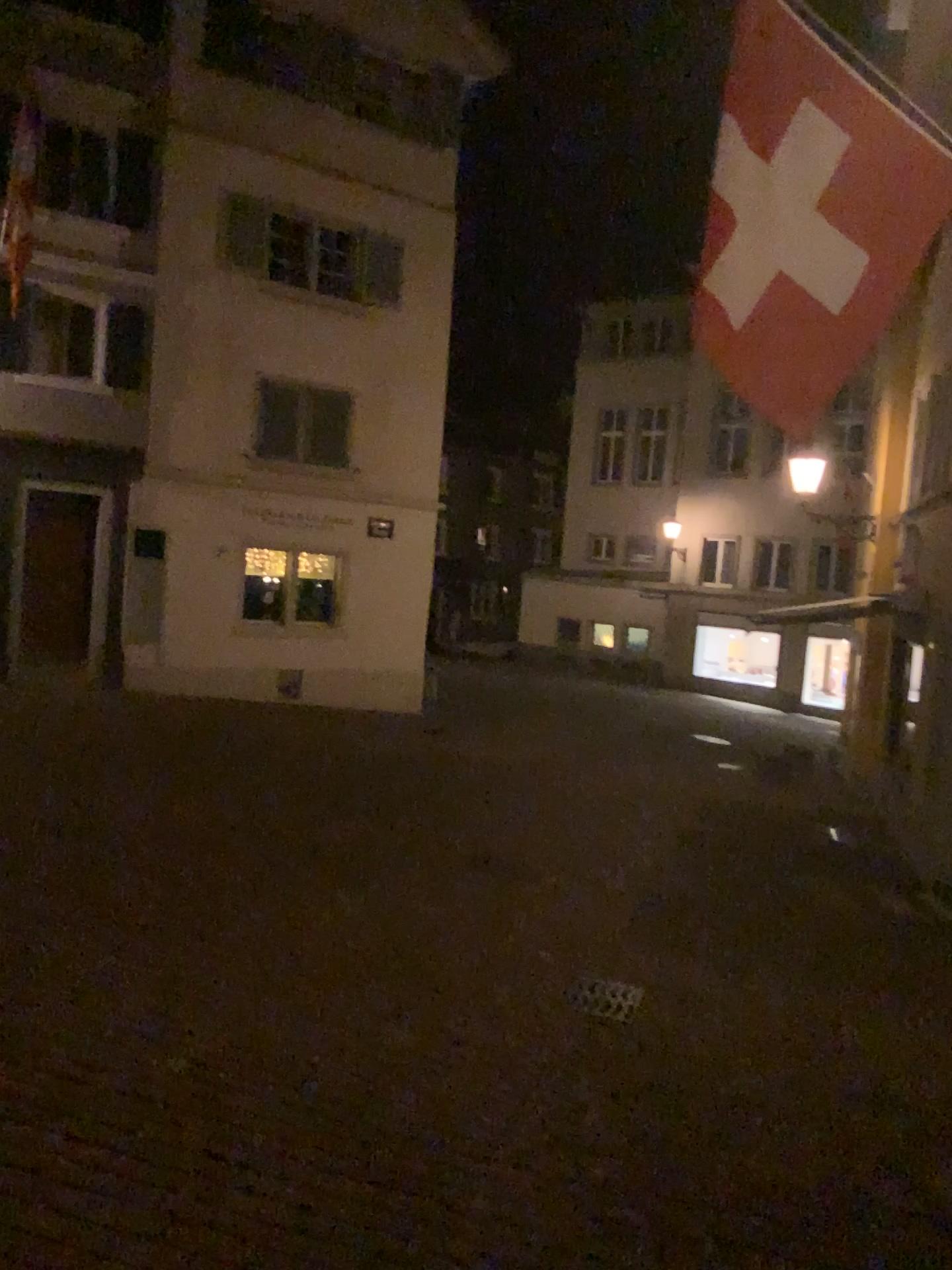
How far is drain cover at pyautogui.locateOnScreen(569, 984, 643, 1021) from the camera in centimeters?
489cm

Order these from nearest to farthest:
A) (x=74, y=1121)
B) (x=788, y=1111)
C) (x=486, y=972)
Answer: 1. (x=74, y=1121)
2. (x=788, y=1111)
3. (x=486, y=972)

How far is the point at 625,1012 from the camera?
4.9 meters
